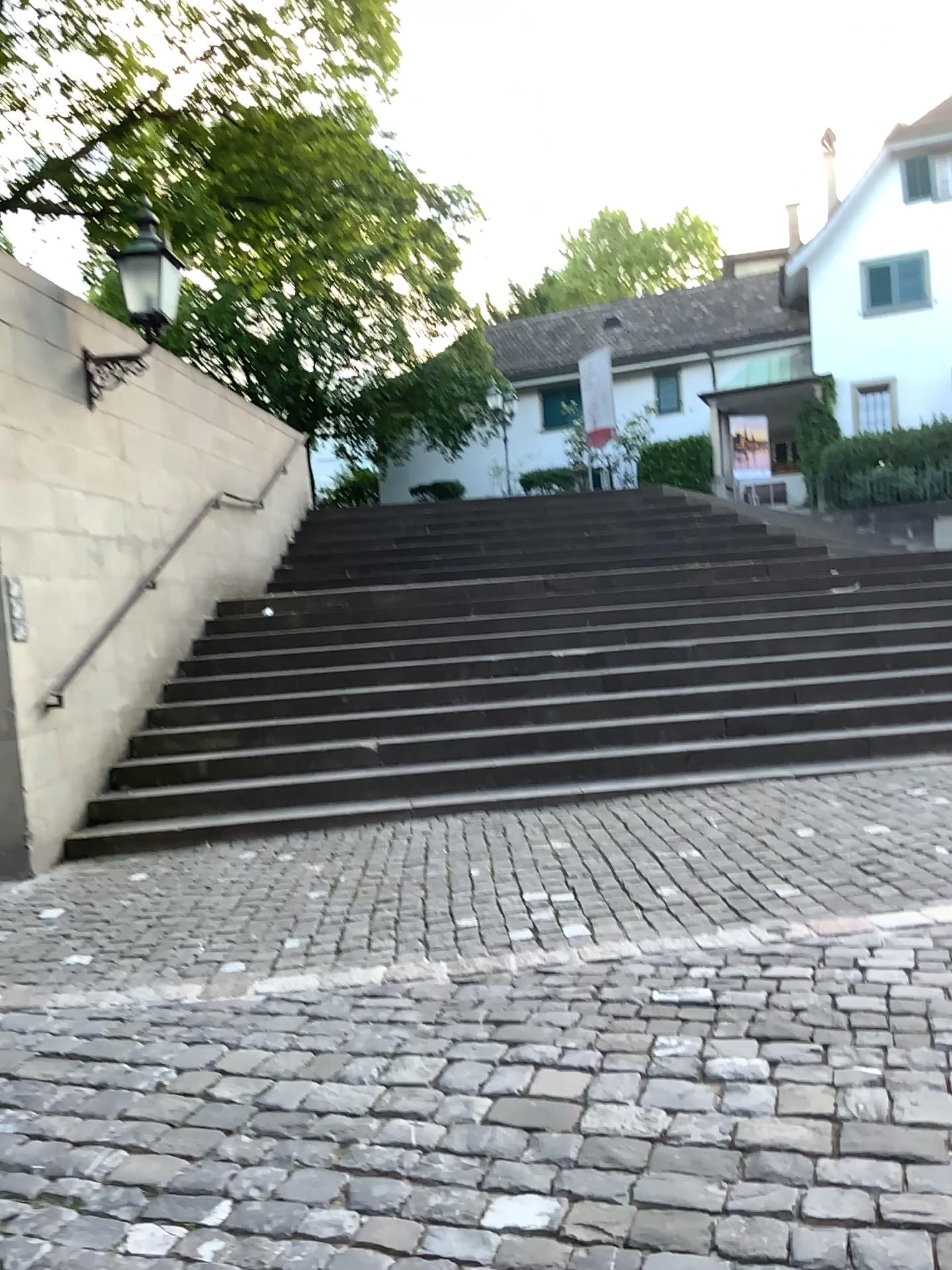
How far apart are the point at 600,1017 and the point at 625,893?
1.2m
